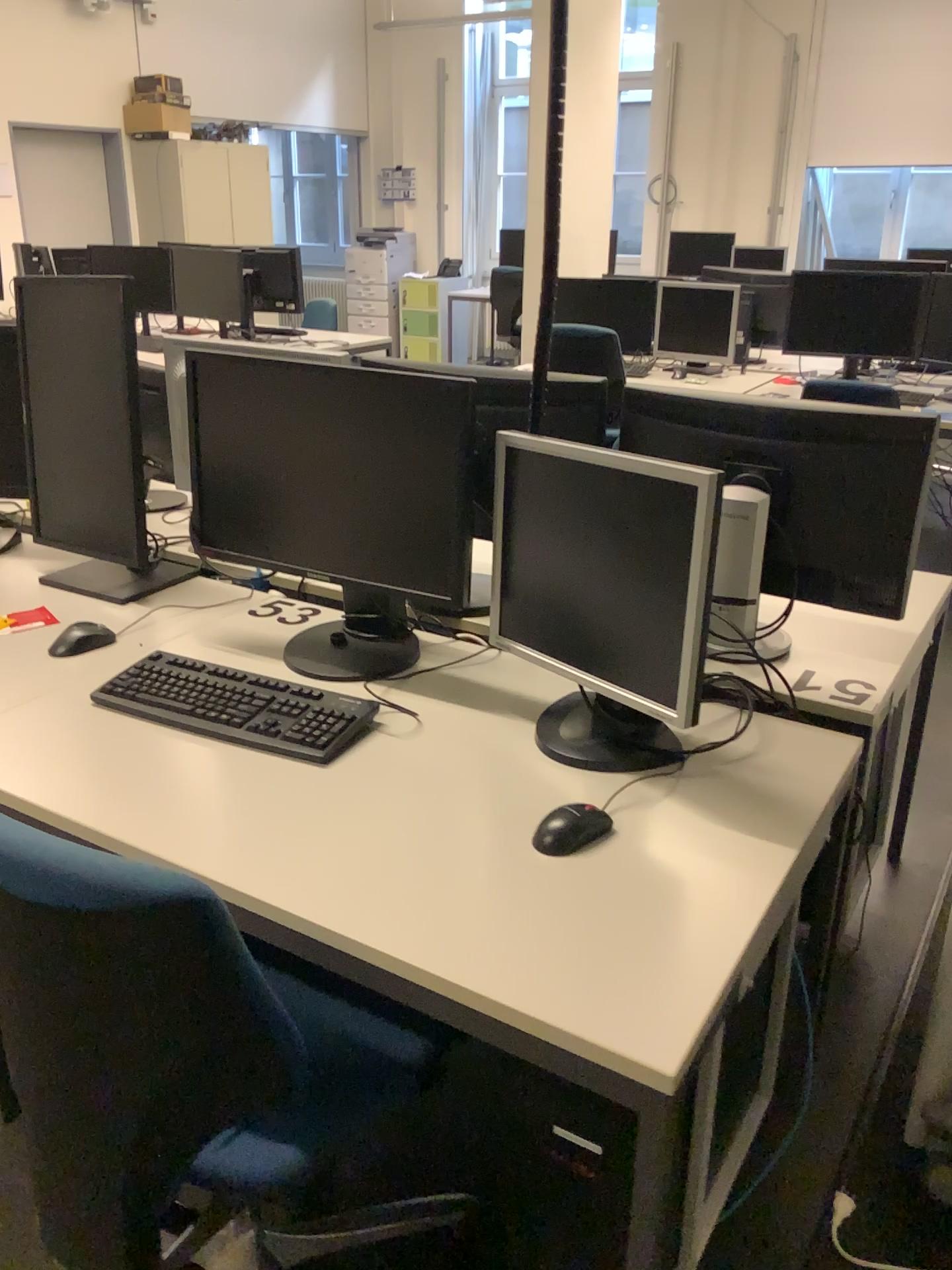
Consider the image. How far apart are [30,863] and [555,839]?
0.6 meters

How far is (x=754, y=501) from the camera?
1.3 meters

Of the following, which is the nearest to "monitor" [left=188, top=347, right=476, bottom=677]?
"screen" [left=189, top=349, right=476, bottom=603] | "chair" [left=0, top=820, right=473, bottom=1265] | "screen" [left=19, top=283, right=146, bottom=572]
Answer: "screen" [left=189, top=349, right=476, bottom=603]

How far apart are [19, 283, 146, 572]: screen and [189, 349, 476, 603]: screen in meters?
0.3

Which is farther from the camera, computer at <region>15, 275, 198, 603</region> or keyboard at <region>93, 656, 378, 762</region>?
computer at <region>15, 275, 198, 603</region>

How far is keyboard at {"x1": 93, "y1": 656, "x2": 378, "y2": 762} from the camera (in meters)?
1.58

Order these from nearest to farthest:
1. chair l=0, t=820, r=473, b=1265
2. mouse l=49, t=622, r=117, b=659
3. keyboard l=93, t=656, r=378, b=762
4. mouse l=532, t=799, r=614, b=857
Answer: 1. chair l=0, t=820, r=473, b=1265
2. mouse l=532, t=799, r=614, b=857
3. keyboard l=93, t=656, r=378, b=762
4. mouse l=49, t=622, r=117, b=659

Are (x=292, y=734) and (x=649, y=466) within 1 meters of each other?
yes

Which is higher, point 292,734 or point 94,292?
point 94,292

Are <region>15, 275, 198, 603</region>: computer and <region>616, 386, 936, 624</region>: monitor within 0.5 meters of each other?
no
